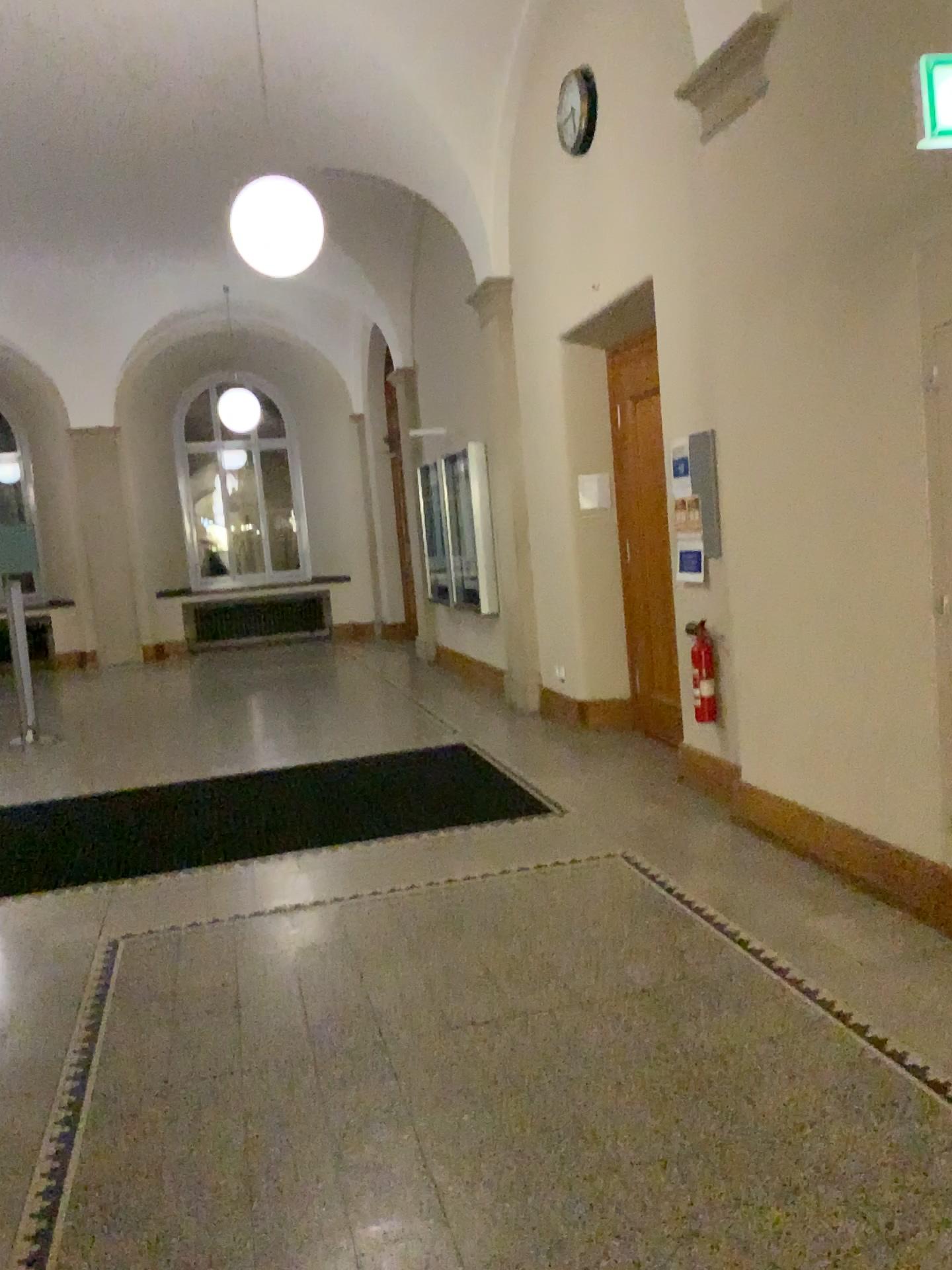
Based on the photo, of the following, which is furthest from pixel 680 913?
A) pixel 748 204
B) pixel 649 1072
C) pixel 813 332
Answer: pixel 748 204
